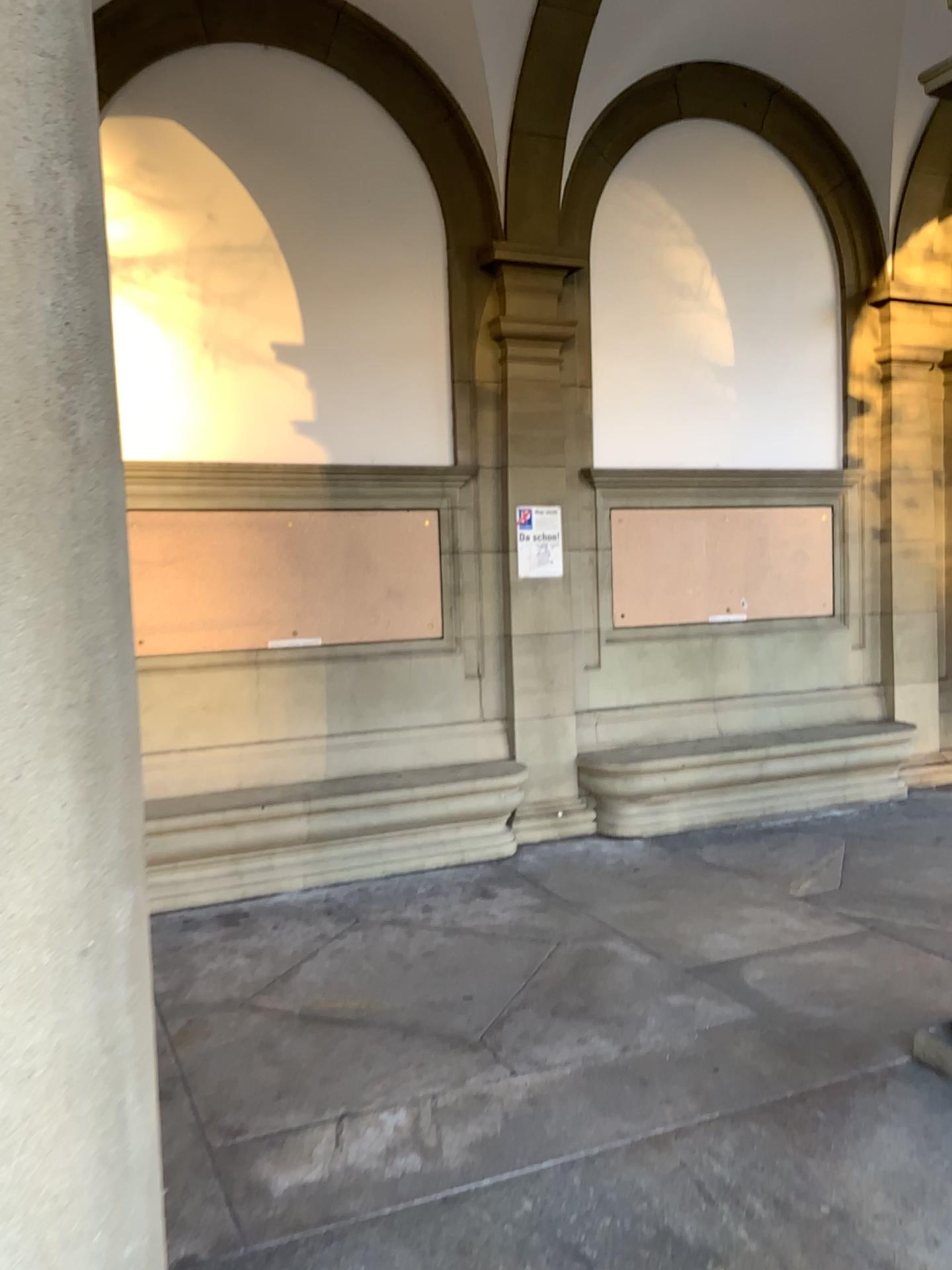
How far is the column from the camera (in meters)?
1.27

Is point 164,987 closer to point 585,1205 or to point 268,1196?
point 268,1196

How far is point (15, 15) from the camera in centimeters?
127cm
